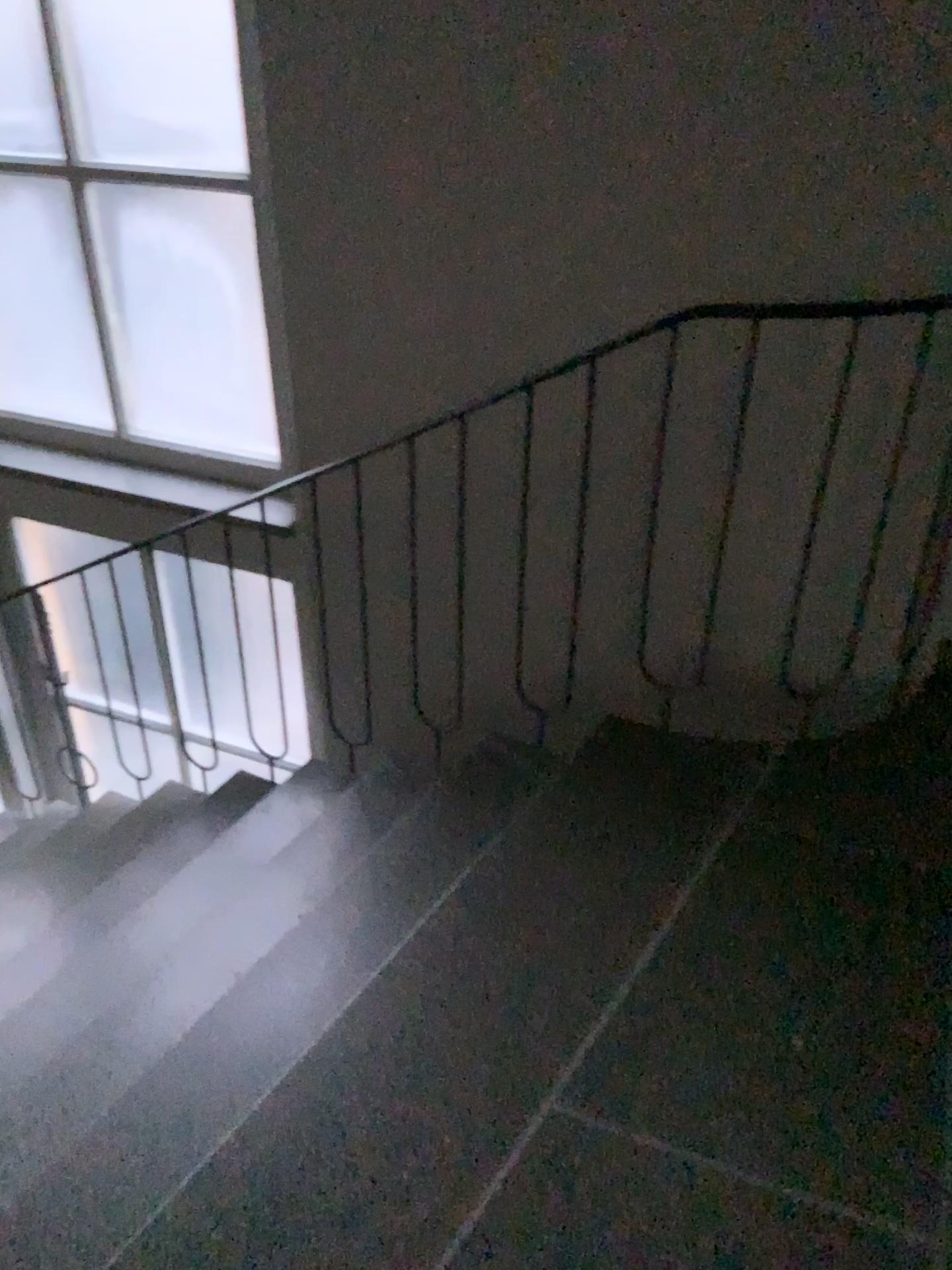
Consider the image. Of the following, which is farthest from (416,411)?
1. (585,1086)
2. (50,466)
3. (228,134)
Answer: (585,1086)
